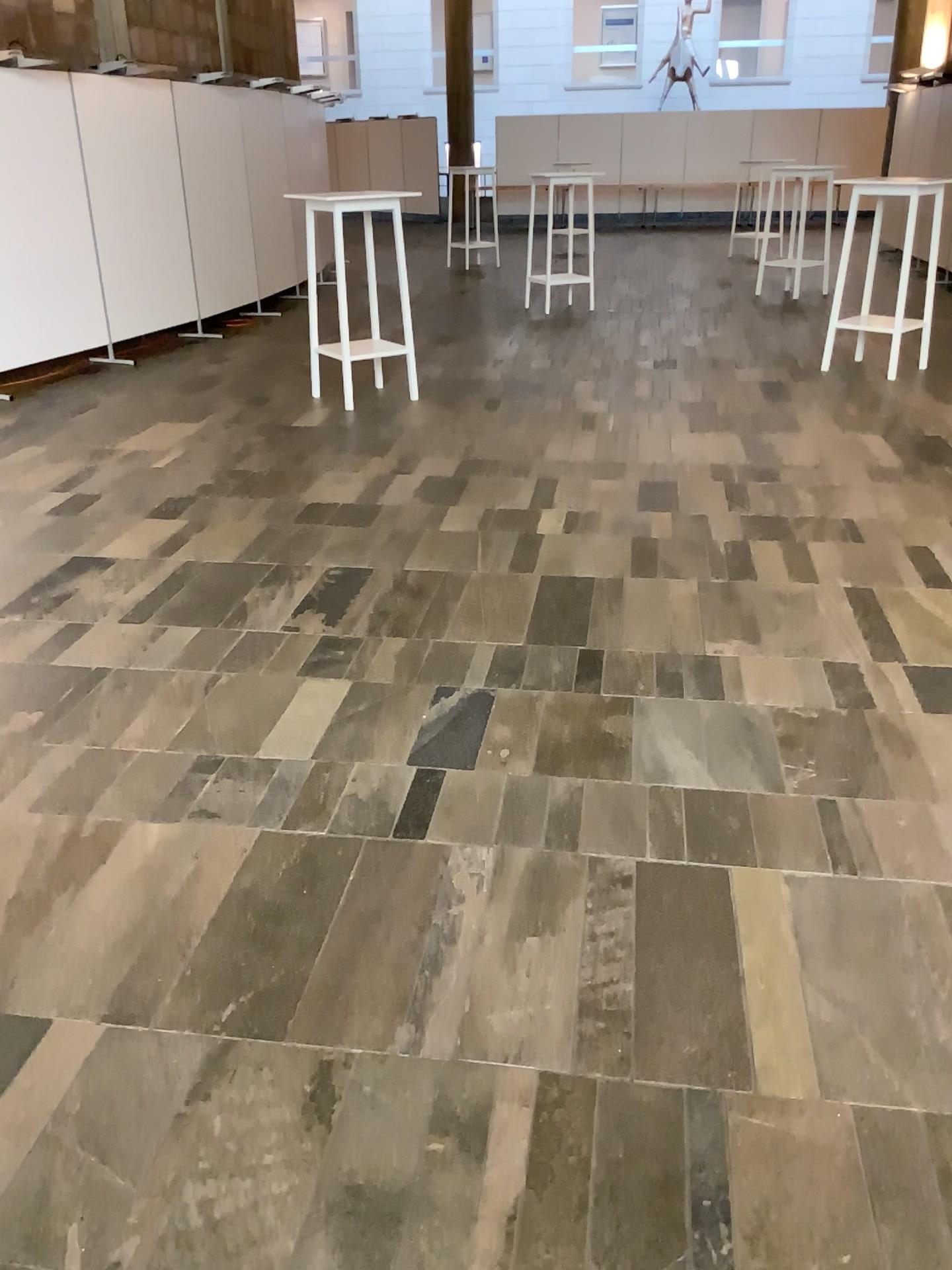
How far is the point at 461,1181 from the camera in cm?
160
